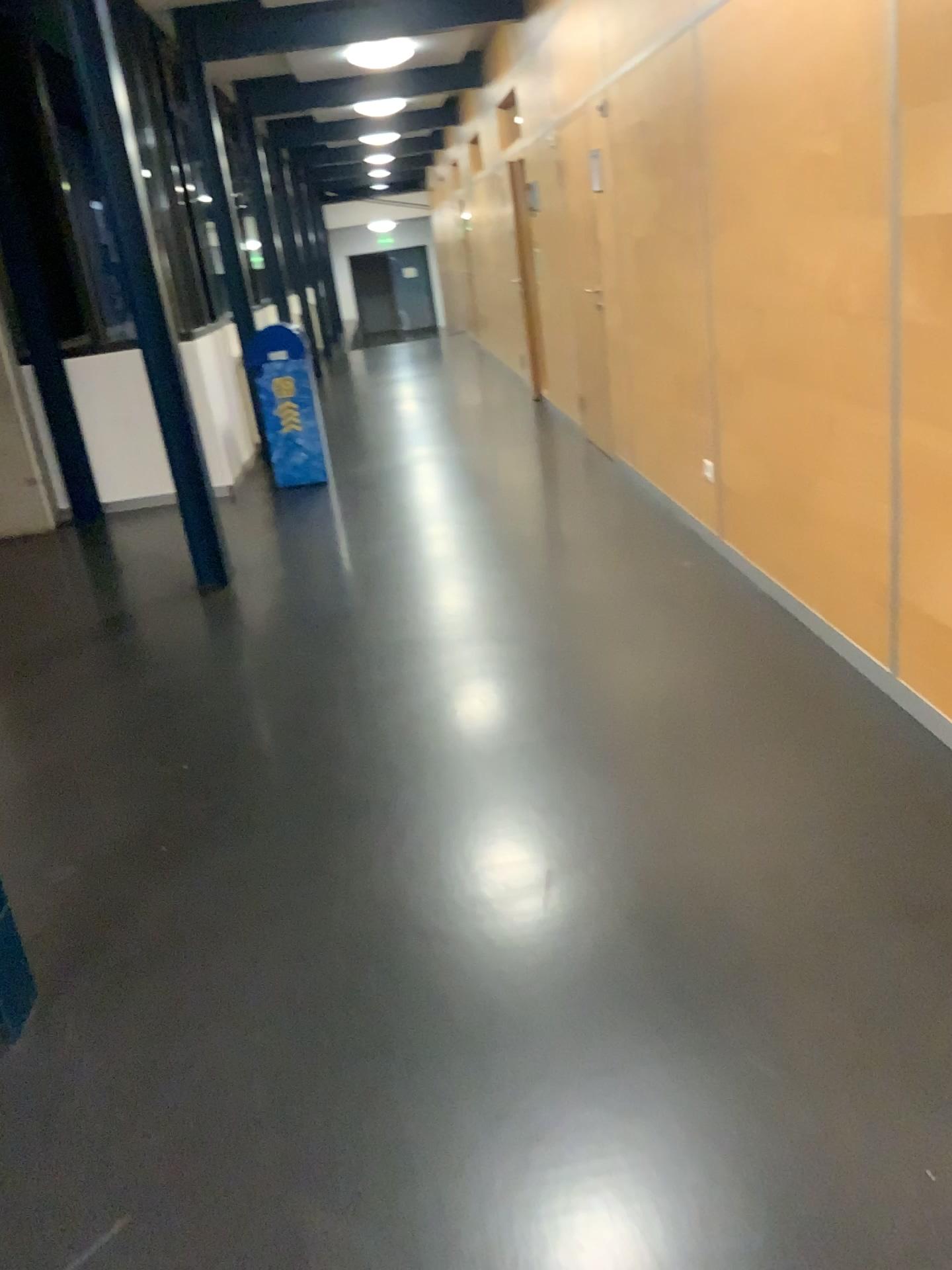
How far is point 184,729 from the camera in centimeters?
358cm
